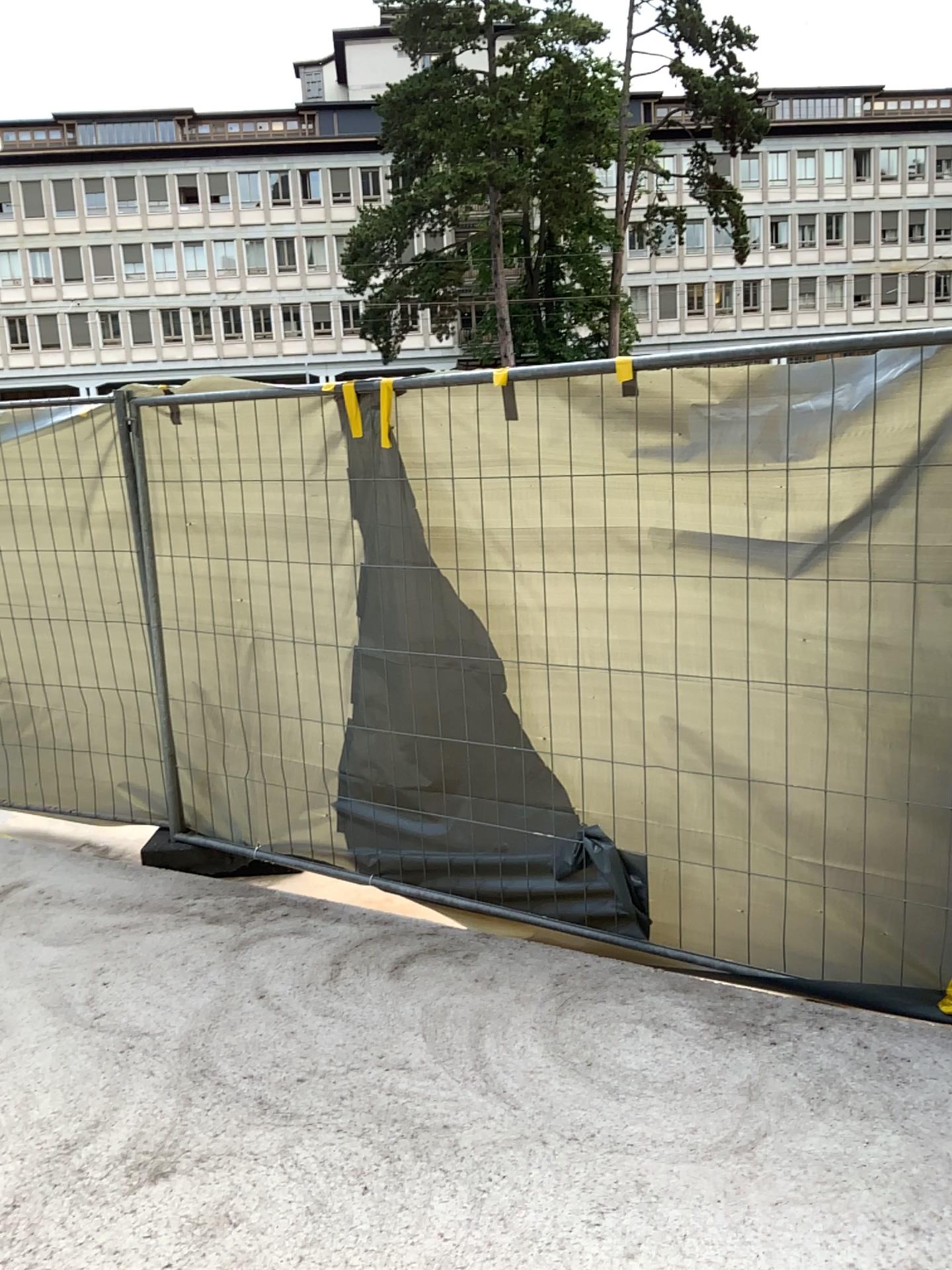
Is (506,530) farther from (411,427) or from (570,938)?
(570,938)
